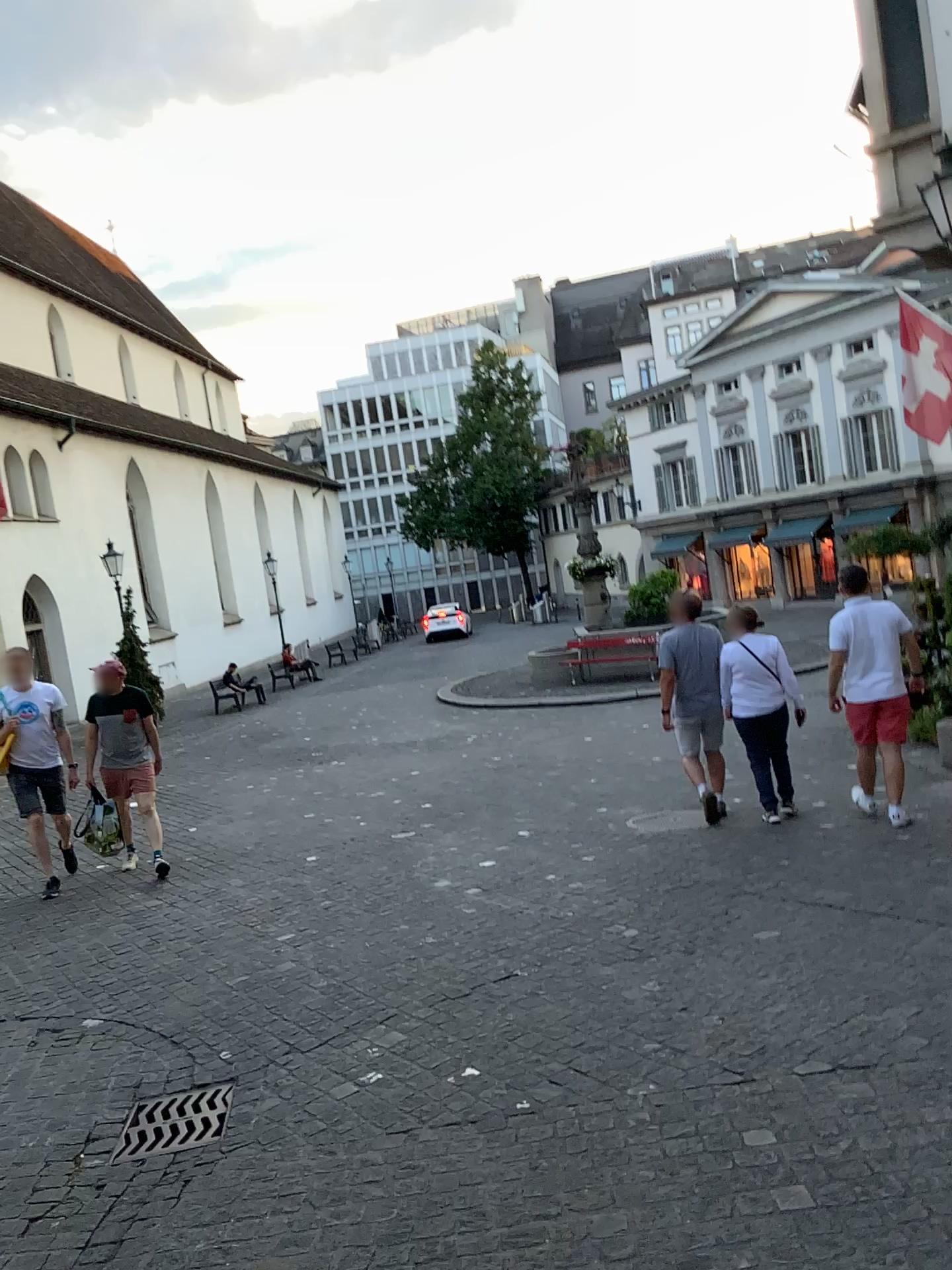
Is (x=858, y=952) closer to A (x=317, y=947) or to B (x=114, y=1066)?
A (x=317, y=947)

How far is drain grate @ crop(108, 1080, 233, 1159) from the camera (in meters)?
3.50

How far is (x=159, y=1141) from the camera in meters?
3.5
